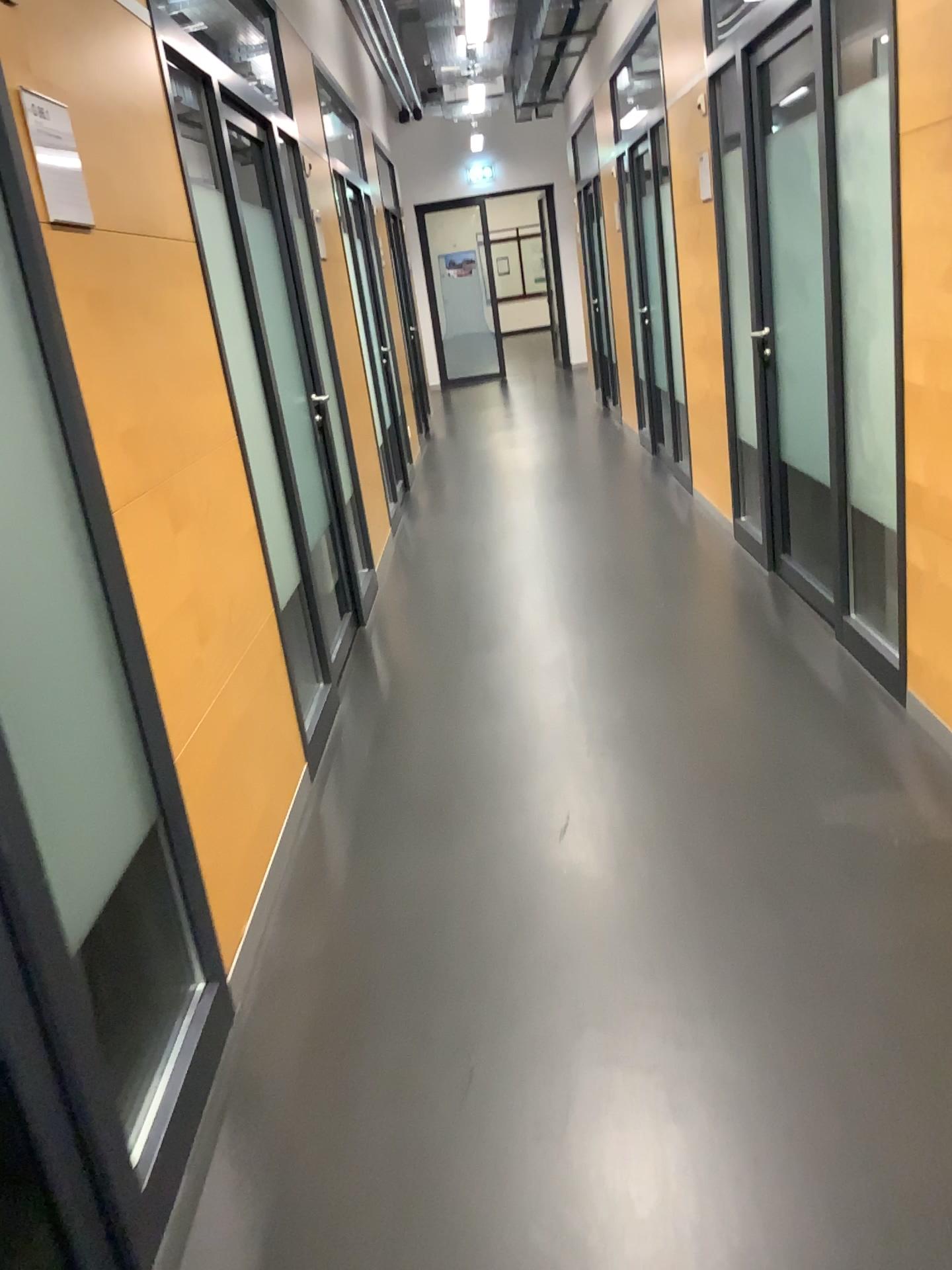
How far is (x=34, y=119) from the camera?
1.8m

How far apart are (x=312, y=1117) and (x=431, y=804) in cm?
118

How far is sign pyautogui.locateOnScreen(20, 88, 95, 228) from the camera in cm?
184
